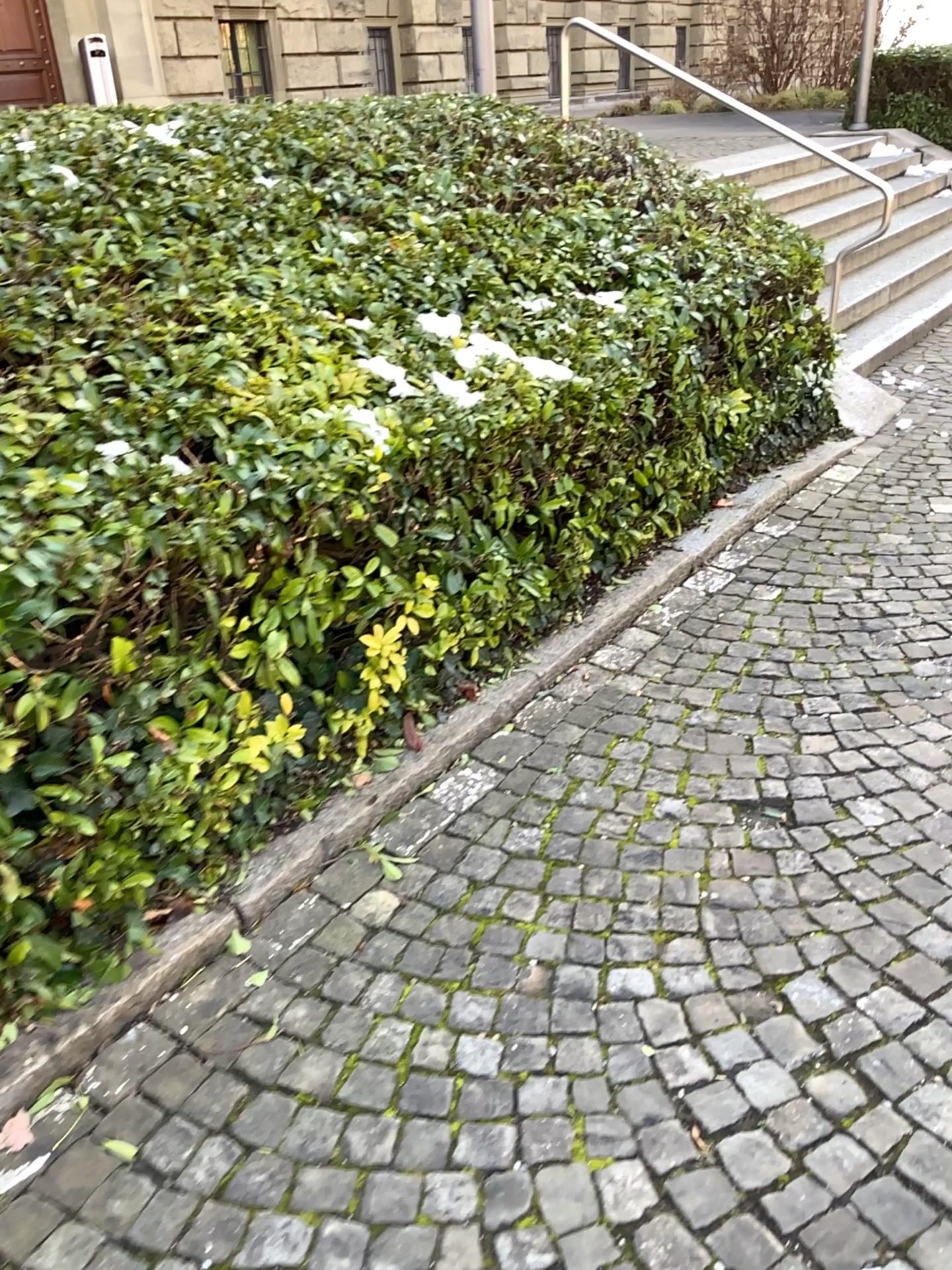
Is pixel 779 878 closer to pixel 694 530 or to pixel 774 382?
pixel 694 530
